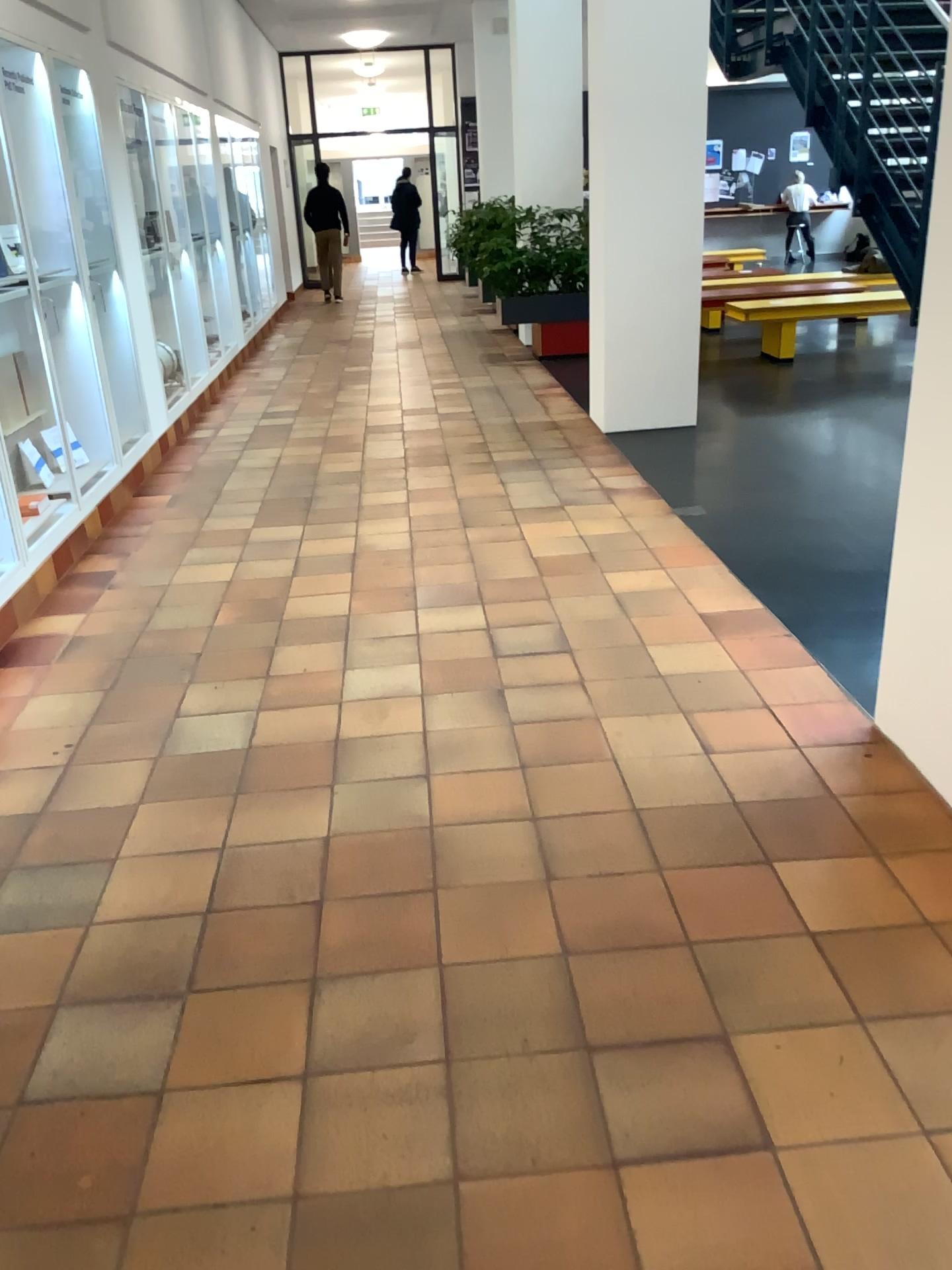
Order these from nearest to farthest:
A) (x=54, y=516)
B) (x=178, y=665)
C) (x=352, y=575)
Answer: (x=178, y=665), (x=352, y=575), (x=54, y=516)
